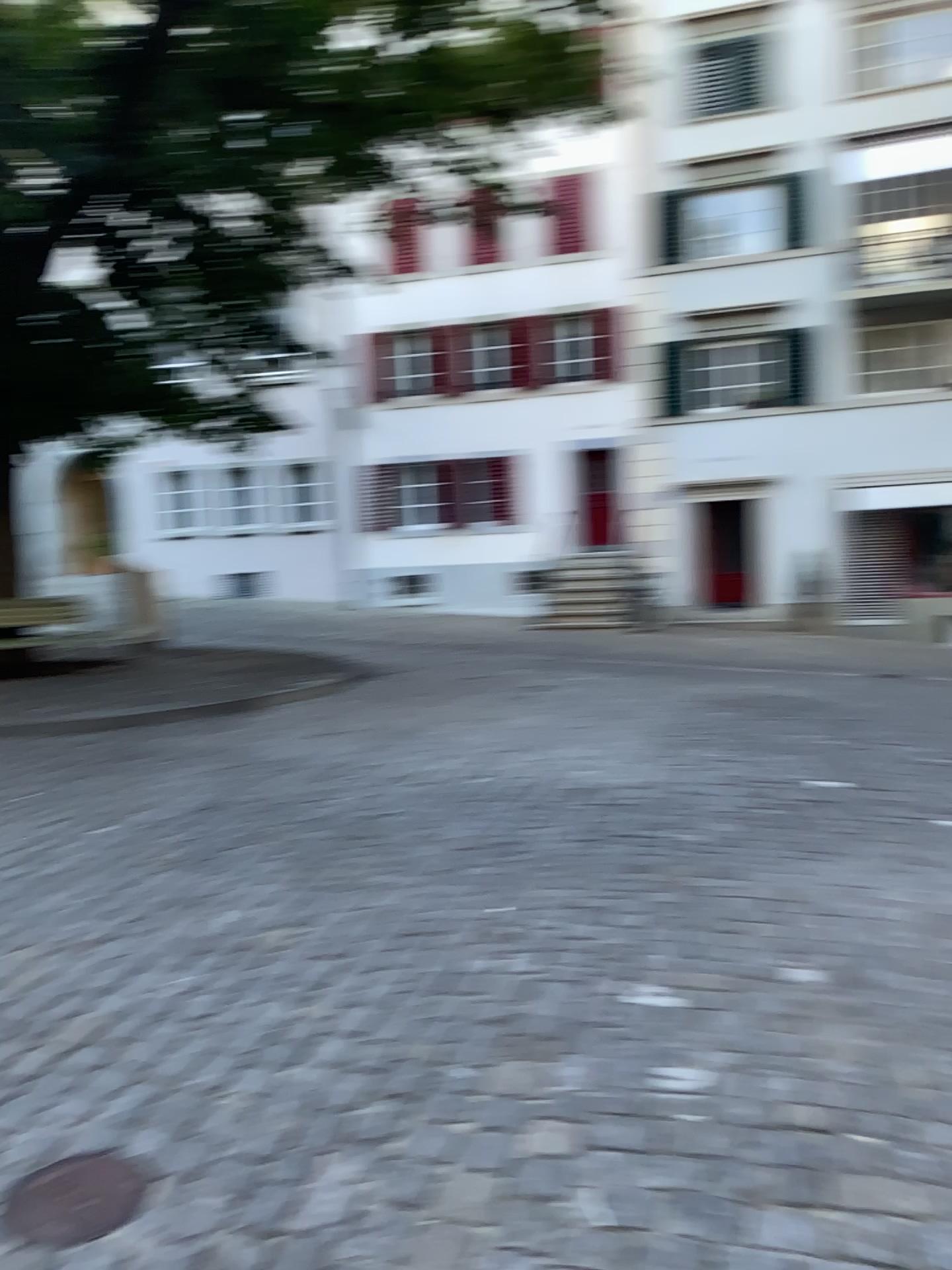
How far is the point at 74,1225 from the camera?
2.05m

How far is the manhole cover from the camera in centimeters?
205cm

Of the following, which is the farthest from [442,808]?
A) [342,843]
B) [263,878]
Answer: [263,878]
